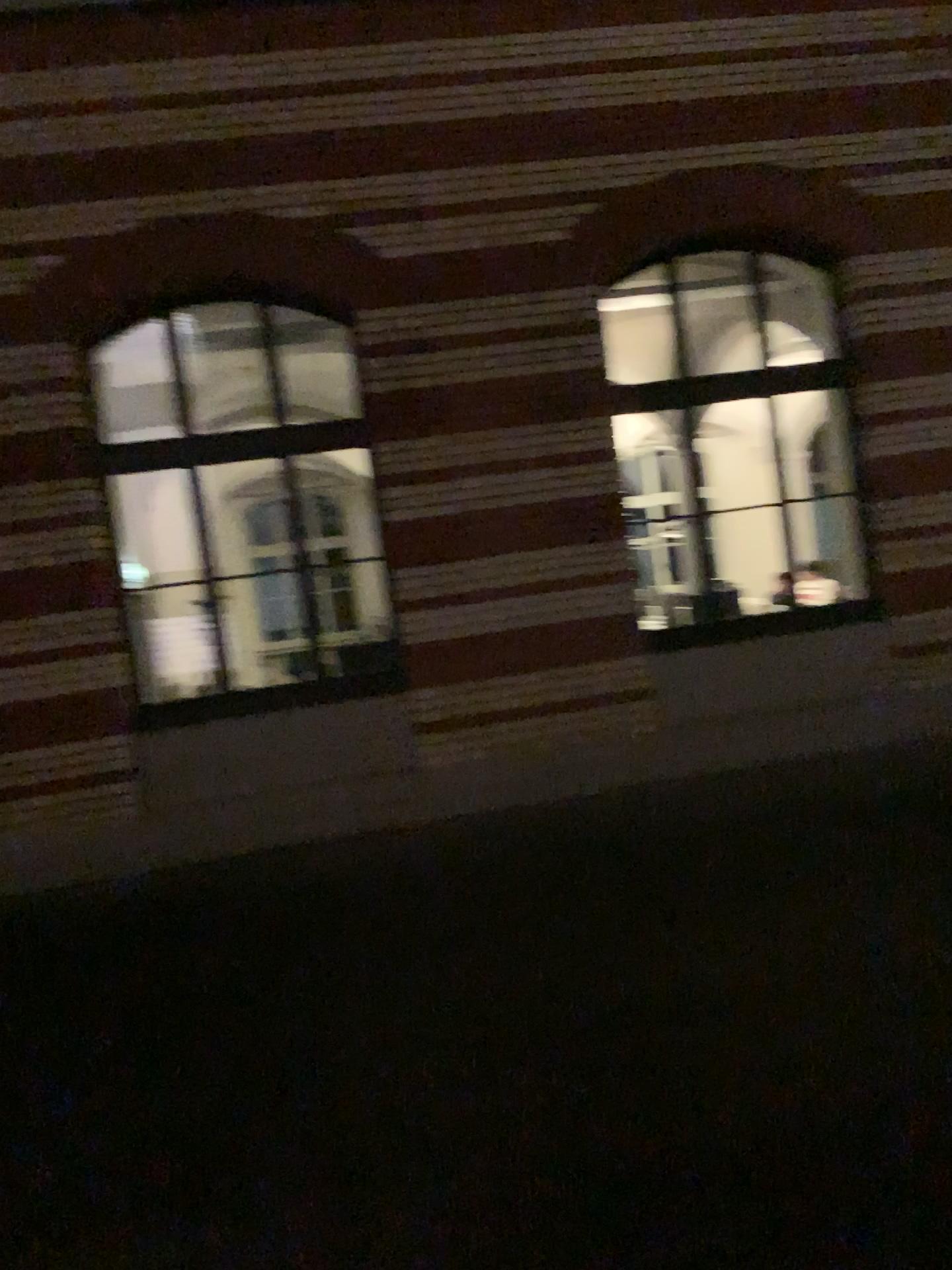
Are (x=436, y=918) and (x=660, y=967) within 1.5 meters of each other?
yes
